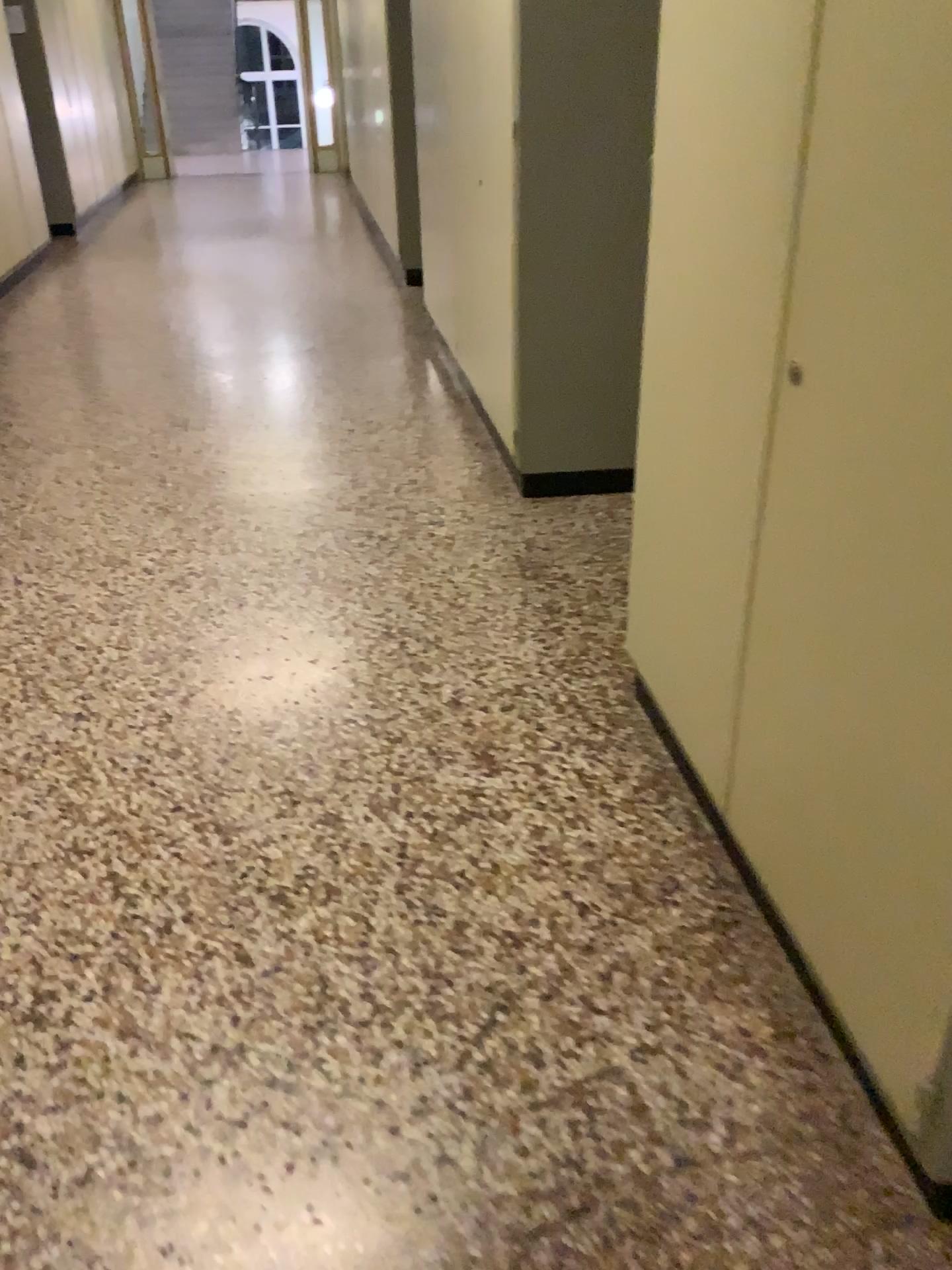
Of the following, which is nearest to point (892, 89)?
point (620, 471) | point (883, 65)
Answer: point (883, 65)

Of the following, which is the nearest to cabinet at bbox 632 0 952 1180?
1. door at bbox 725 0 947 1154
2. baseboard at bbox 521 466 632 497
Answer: door at bbox 725 0 947 1154

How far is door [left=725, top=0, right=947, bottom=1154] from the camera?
1.12m

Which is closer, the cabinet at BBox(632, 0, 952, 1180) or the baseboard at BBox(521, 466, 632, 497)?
the cabinet at BBox(632, 0, 952, 1180)

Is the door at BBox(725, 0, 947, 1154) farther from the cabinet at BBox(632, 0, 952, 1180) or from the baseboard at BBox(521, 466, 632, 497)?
the baseboard at BBox(521, 466, 632, 497)

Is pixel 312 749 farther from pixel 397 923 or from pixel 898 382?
pixel 898 382

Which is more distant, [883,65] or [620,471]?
[620,471]

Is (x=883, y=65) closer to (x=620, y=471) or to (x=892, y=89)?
(x=892, y=89)
